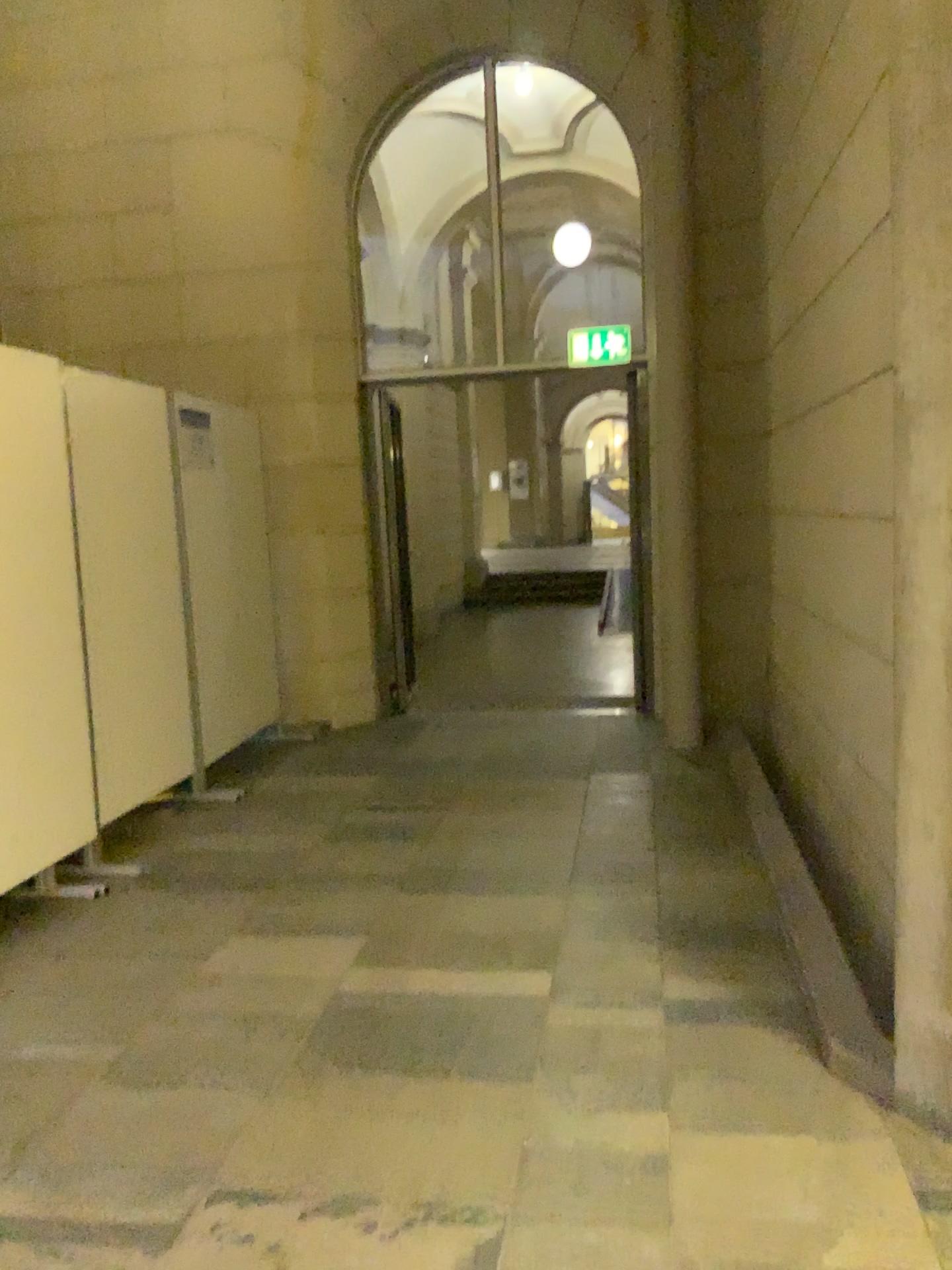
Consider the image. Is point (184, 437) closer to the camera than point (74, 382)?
A: No

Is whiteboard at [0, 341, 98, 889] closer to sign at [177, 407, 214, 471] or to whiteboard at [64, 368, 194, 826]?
whiteboard at [64, 368, 194, 826]

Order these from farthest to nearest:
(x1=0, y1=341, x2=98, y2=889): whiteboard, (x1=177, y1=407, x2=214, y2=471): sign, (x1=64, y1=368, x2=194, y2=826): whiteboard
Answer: (x1=177, y1=407, x2=214, y2=471): sign
(x1=64, y1=368, x2=194, y2=826): whiteboard
(x1=0, y1=341, x2=98, y2=889): whiteboard

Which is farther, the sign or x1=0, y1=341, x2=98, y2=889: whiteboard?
the sign

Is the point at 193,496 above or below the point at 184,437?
below

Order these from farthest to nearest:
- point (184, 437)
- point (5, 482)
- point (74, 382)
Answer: point (184, 437)
point (74, 382)
point (5, 482)

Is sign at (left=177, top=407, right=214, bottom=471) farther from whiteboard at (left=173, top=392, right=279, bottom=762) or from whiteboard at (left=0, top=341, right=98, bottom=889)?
whiteboard at (left=0, top=341, right=98, bottom=889)

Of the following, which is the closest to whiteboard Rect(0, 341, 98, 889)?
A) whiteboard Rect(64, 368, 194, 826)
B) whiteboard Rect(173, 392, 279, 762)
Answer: whiteboard Rect(64, 368, 194, 826)

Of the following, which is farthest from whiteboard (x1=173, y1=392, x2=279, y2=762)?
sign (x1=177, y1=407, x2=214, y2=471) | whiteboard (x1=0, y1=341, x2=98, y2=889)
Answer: whiteboard (x1=0, y1=341, x2=98, y2=889)

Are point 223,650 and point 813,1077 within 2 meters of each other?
no
